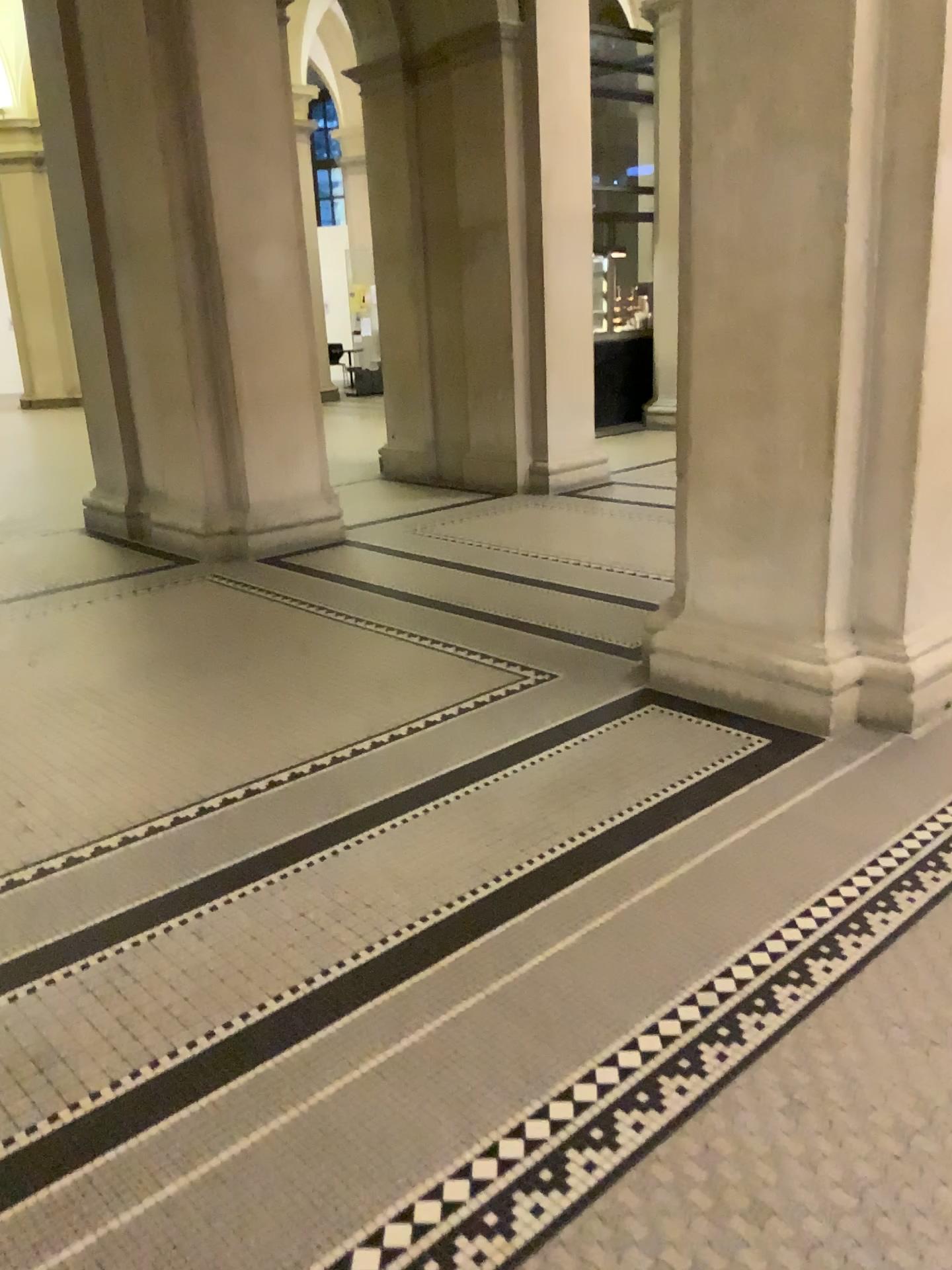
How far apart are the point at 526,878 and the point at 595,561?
3.0m
